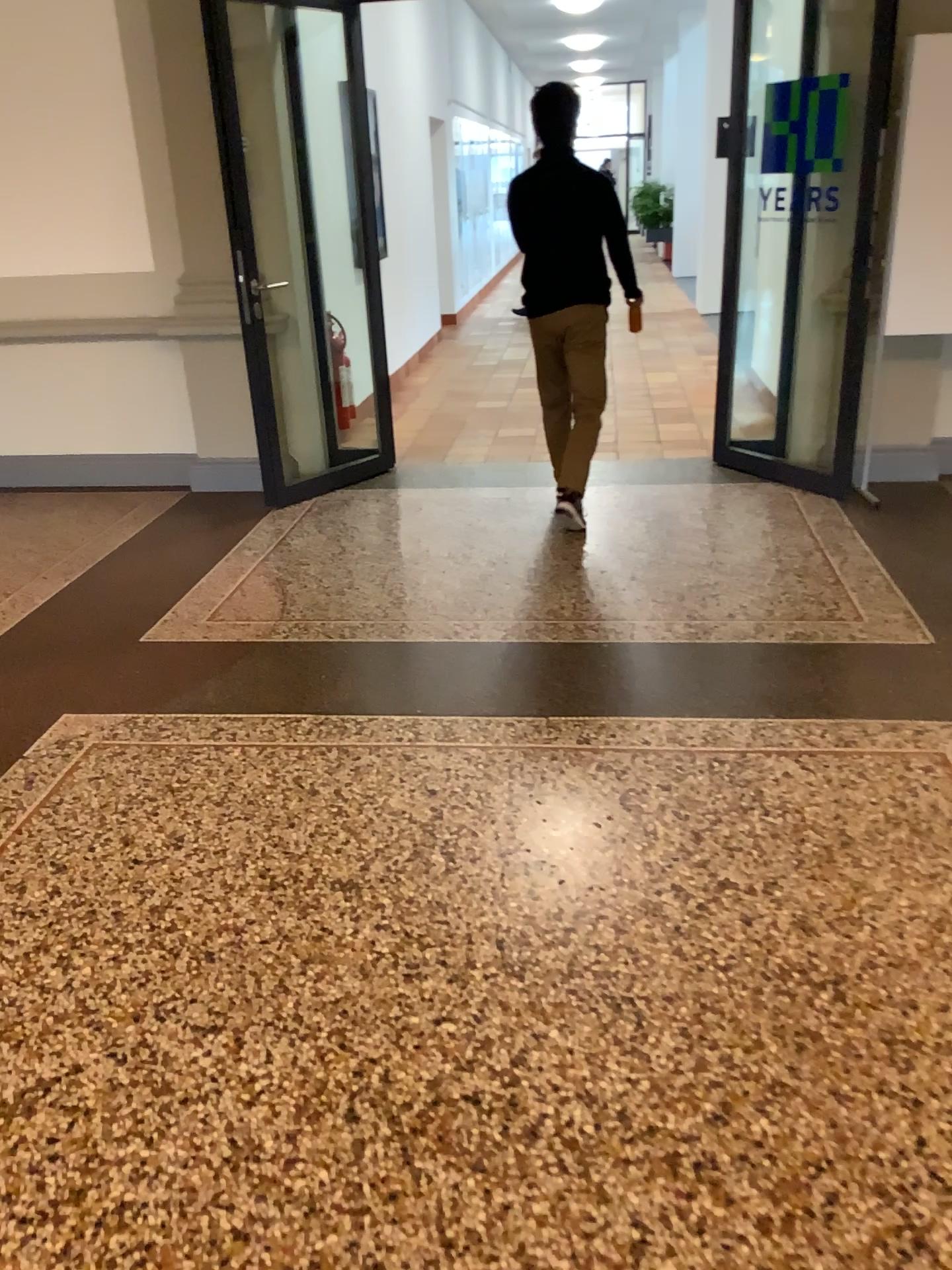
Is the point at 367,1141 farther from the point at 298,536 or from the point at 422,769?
the point at 298,536
